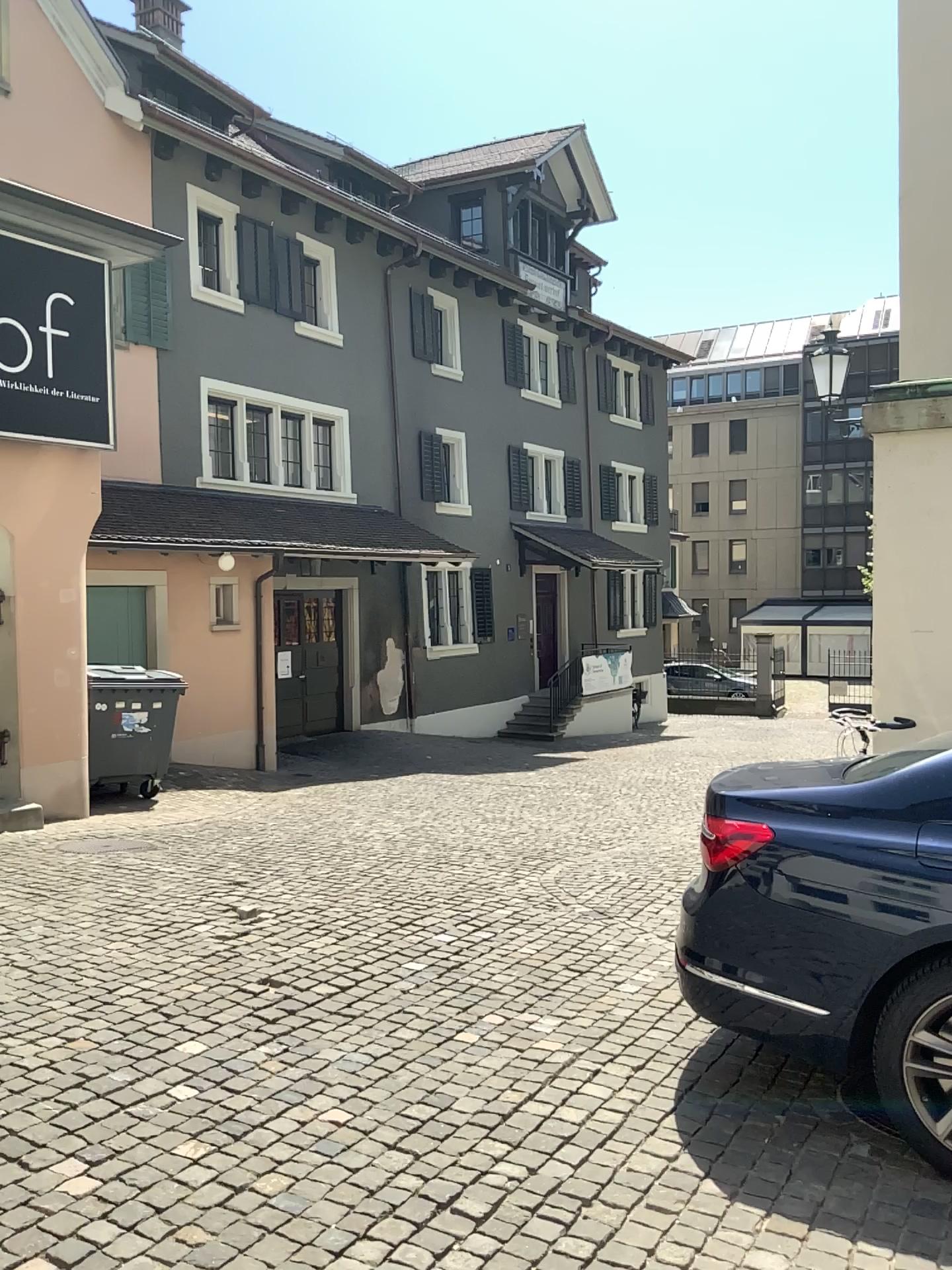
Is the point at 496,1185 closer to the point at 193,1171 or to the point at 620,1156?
the point at 620,1156
